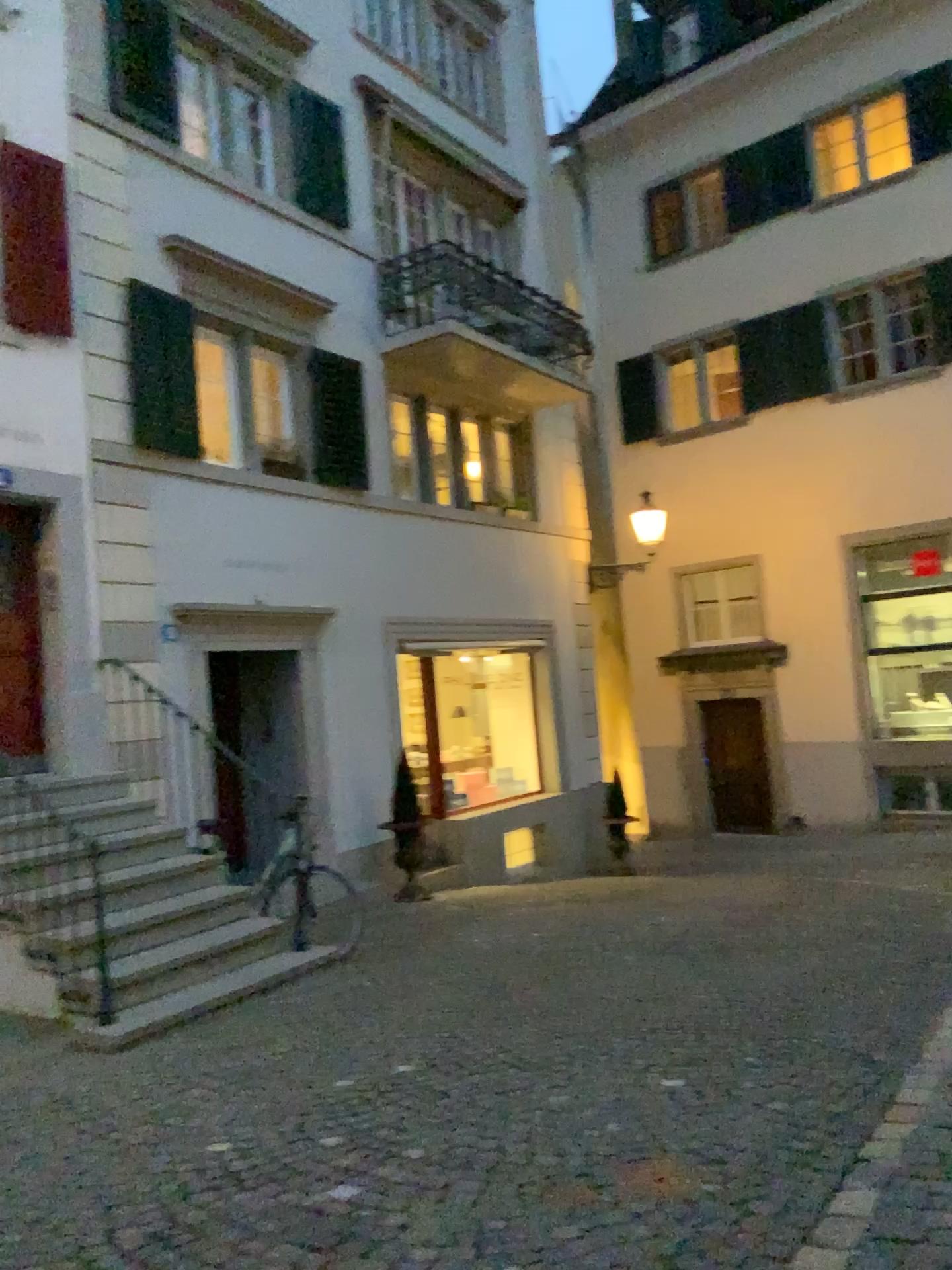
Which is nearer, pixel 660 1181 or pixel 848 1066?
pixel 660 1181
